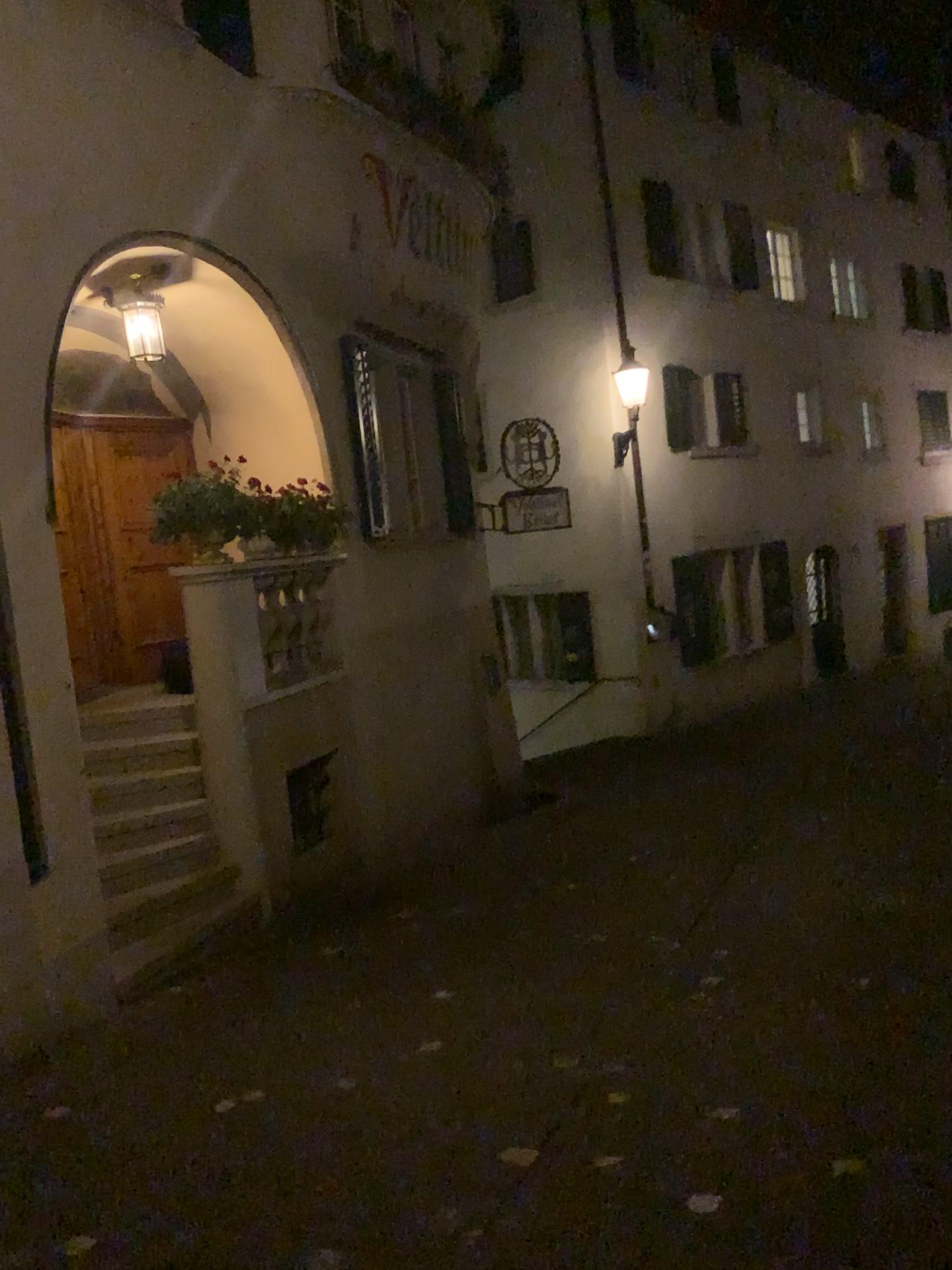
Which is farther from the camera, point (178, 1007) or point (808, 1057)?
point (178, 1007)
